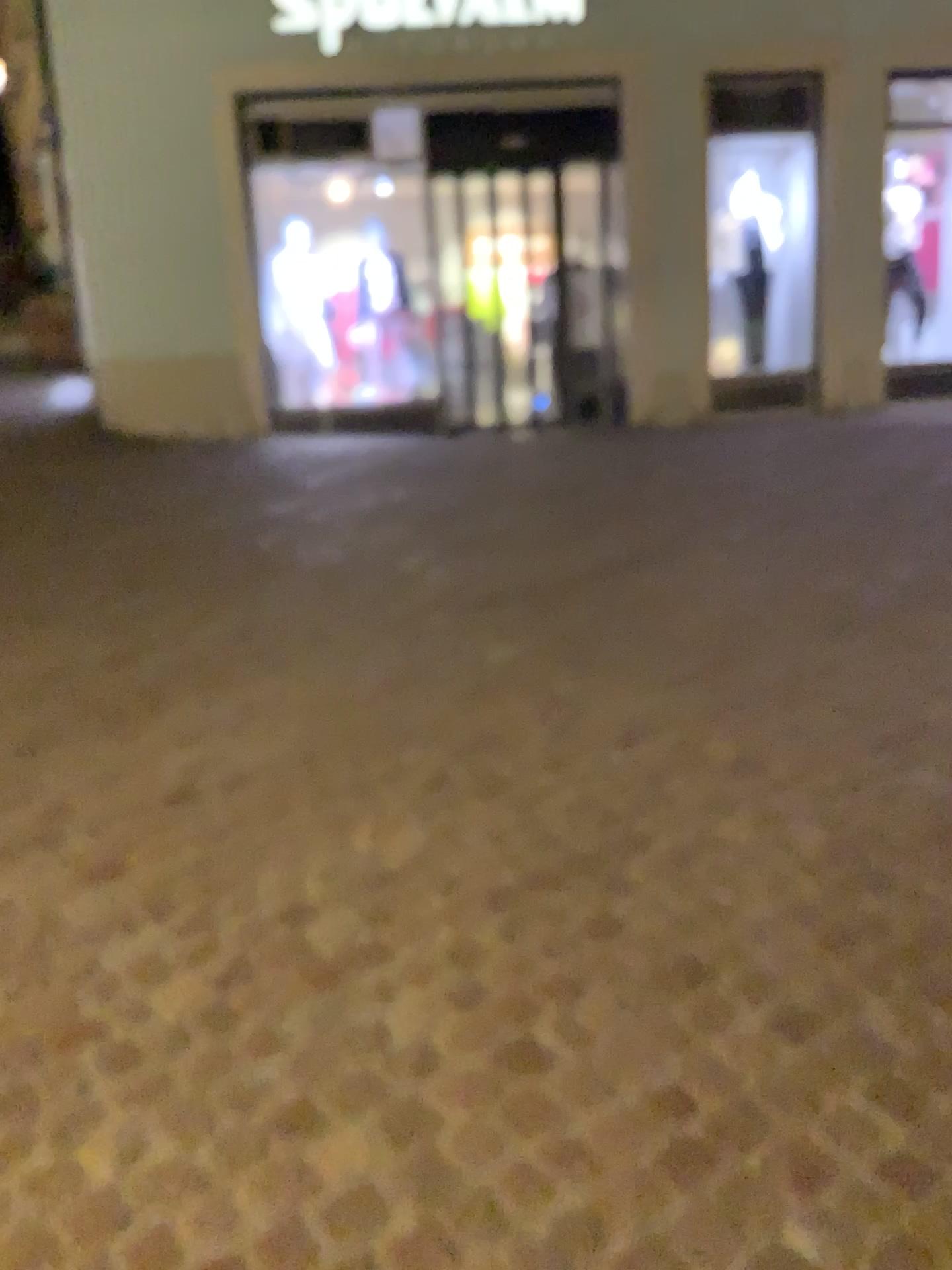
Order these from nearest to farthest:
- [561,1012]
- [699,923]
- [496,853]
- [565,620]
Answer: [561,1012] → [699,923] → [496,853] → [565,620]
